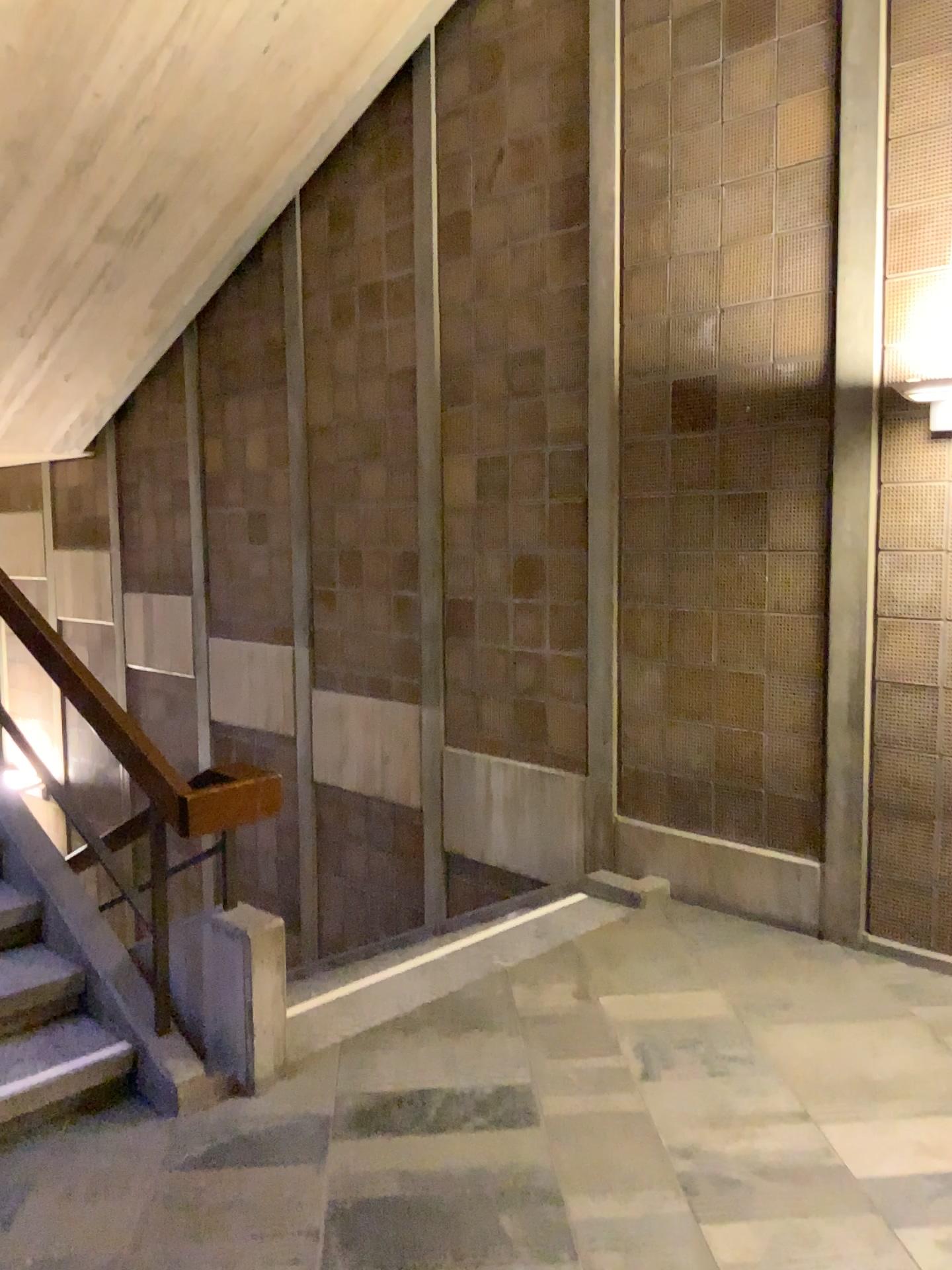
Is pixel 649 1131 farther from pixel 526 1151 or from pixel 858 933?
pixel 858 933
